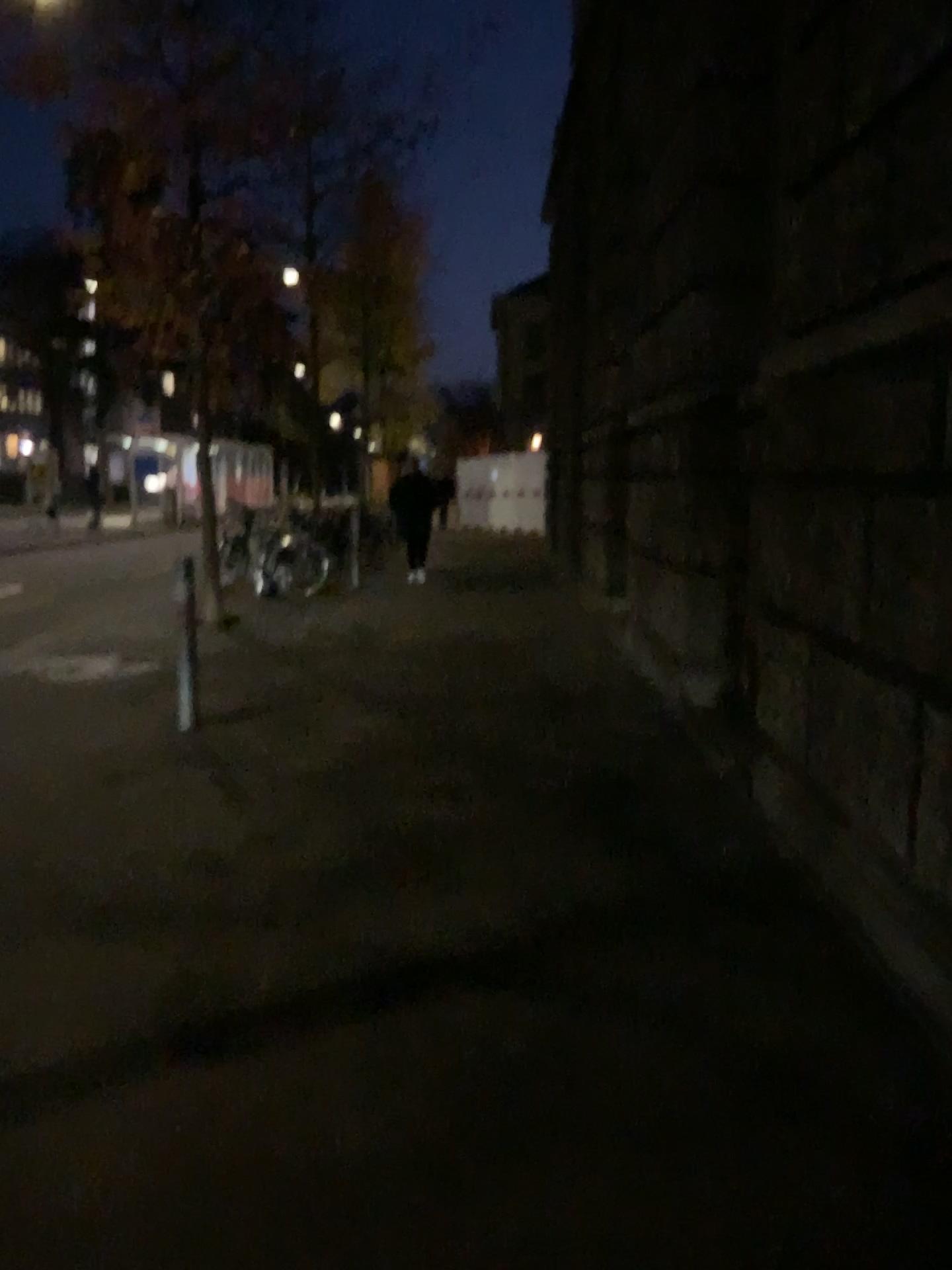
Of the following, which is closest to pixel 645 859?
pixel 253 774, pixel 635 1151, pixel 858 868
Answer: pixel 858 868
